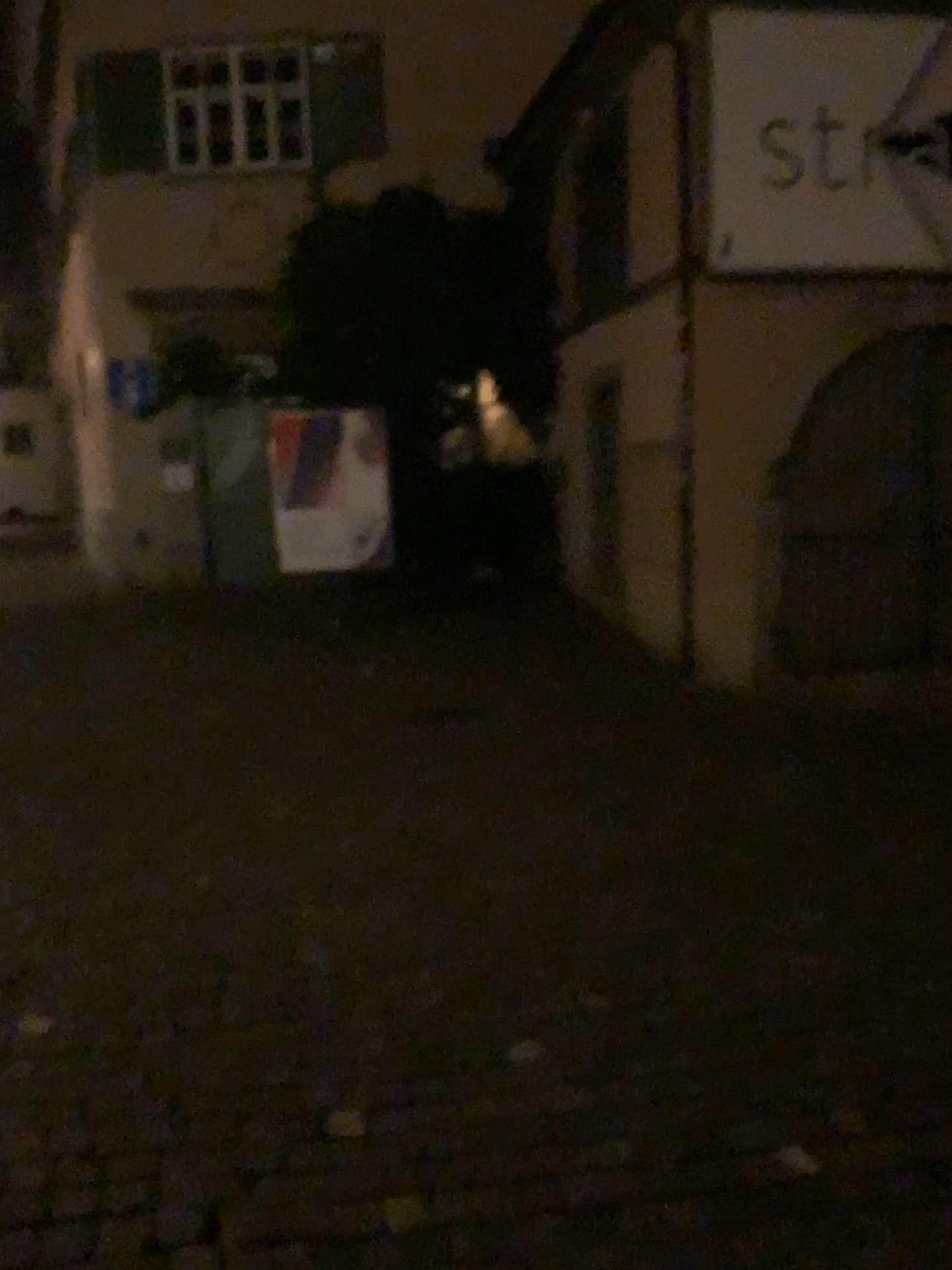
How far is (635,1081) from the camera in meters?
2.8
